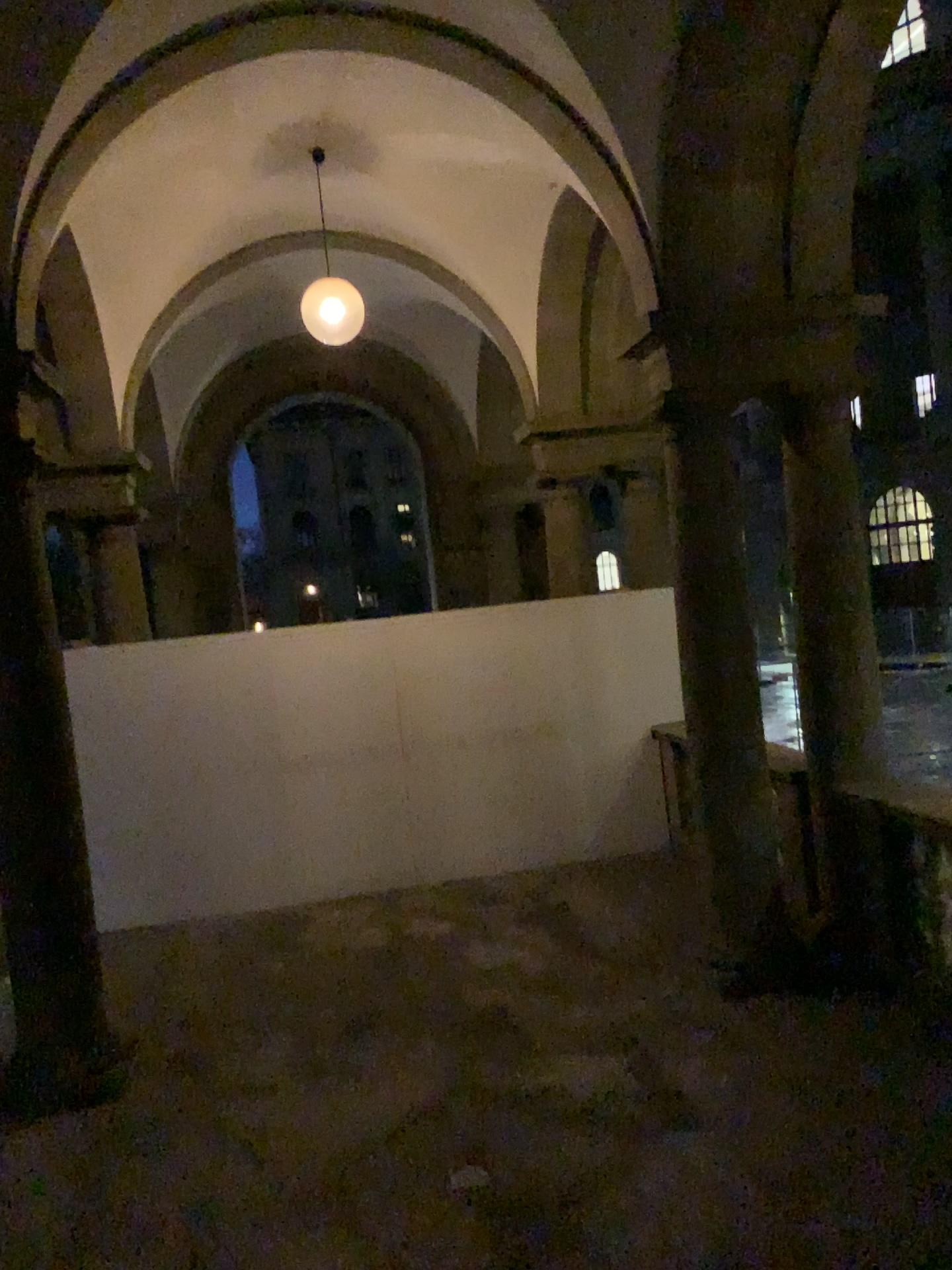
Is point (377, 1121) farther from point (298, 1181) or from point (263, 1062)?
point (263, 1062)
